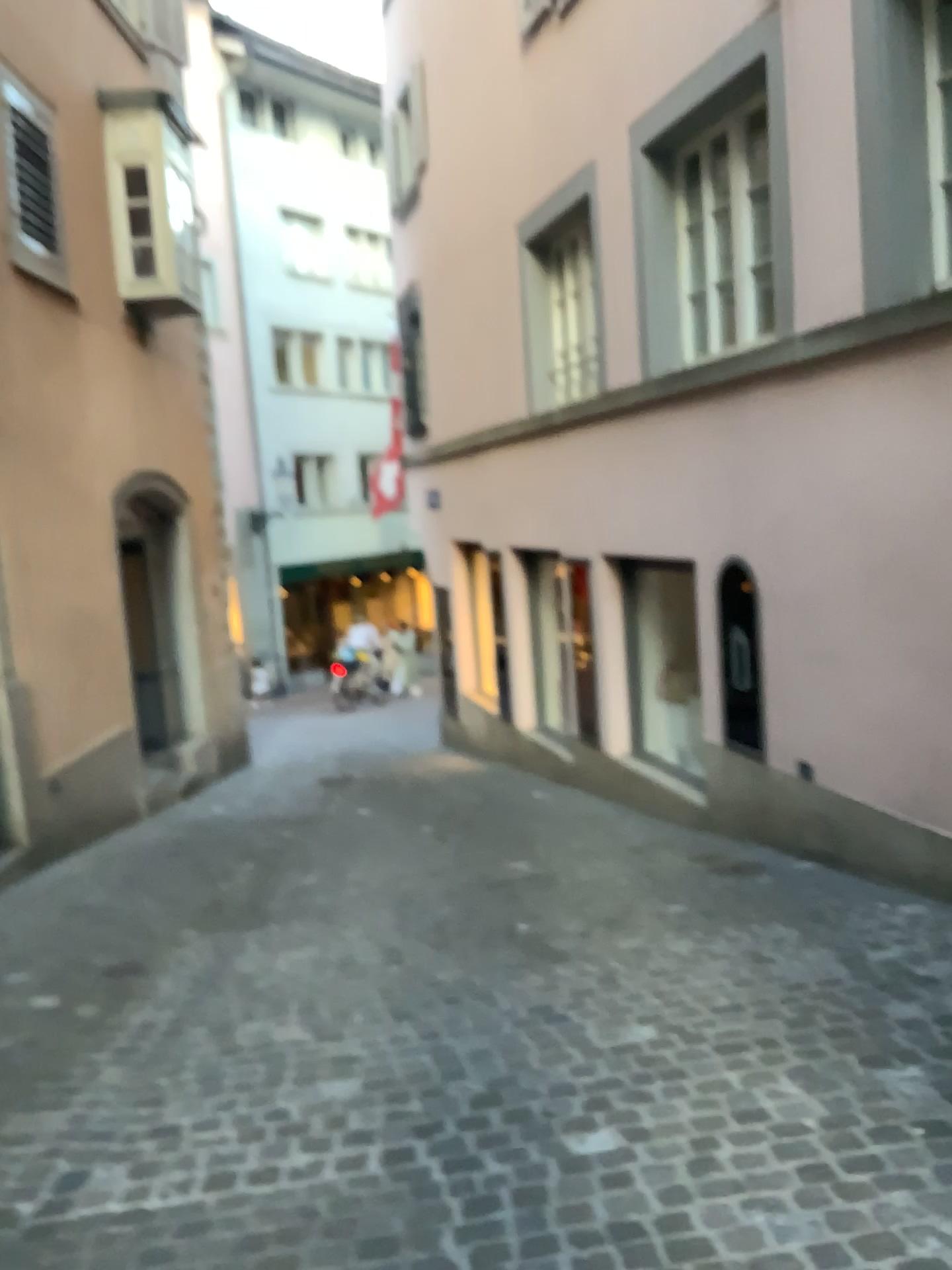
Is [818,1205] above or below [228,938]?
above
